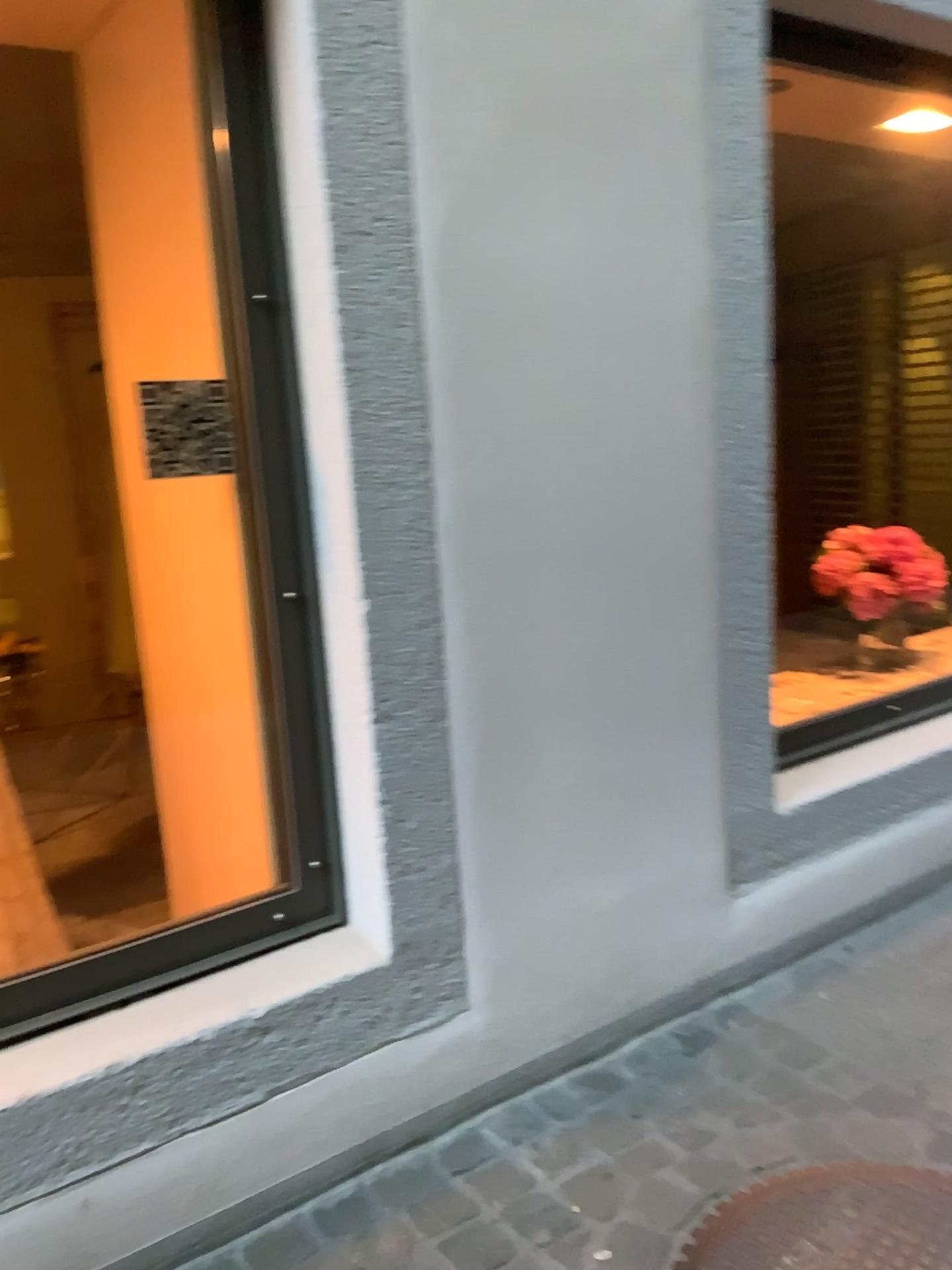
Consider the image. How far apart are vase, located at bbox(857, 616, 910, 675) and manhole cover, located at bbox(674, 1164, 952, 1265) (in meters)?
1.59

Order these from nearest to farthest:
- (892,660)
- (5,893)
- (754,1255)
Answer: (754,1255)
(5,893)
(892,660)

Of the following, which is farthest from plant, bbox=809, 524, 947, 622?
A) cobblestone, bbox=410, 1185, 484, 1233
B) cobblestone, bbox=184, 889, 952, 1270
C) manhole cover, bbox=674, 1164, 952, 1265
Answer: cobblestone, bbox=410, 1185, 484, 1233

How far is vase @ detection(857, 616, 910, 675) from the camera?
3.1 meters

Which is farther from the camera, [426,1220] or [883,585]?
[883,585]

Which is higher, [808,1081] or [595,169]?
[595,169]

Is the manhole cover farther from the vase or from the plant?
the plant

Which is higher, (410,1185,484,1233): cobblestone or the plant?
the plant

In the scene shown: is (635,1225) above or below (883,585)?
below

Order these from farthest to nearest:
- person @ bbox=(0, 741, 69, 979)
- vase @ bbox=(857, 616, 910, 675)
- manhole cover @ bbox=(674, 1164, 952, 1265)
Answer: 1. vase @ bbox=(857, 616, 910, 675)
2. person @ bbox=(0, 741, 69, 979)
3. manhole cover @ bbox=(674, 1164, 952, 1265)
